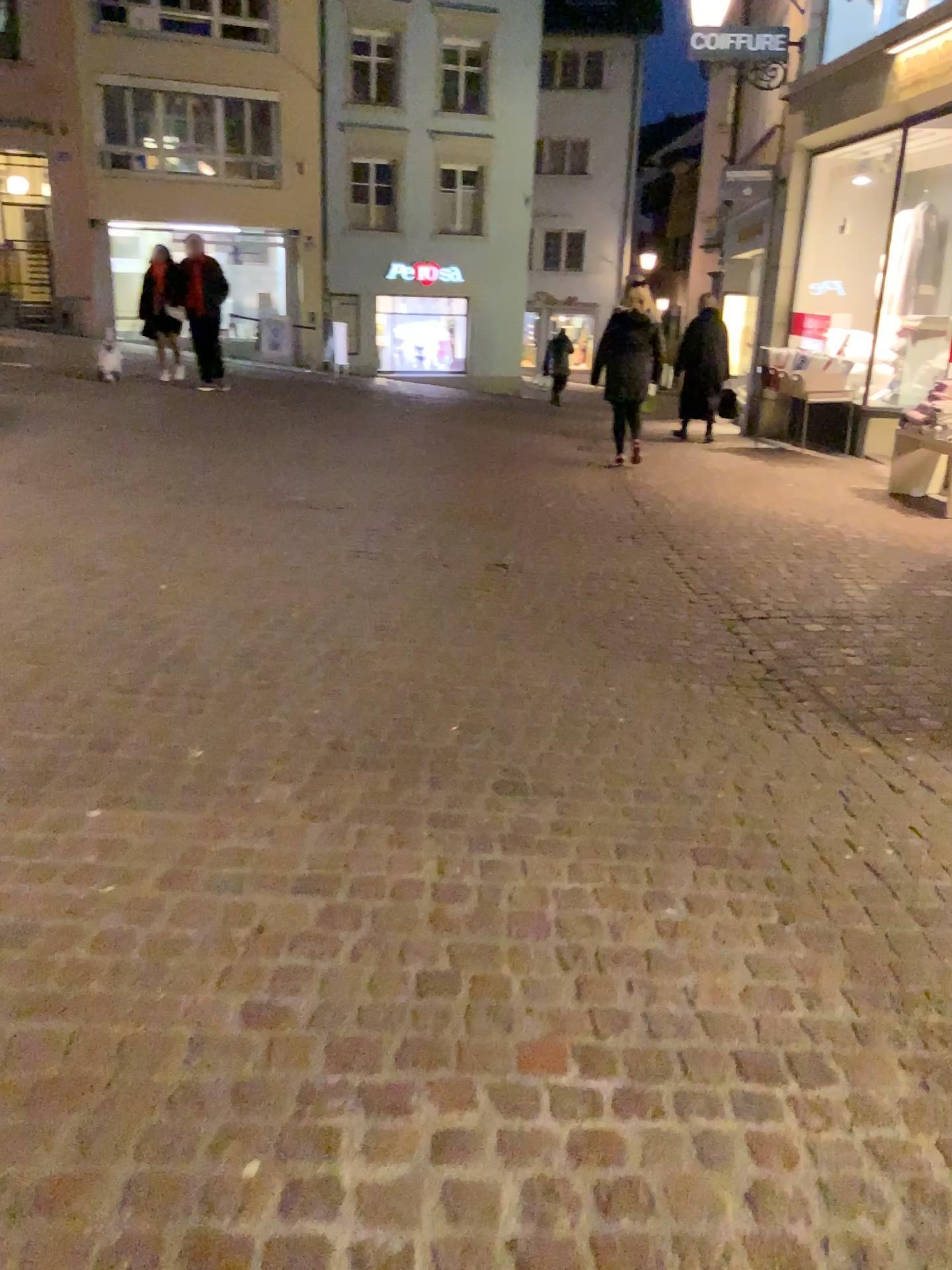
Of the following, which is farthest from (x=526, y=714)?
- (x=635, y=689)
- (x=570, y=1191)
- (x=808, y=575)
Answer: (x=808, y=575)
